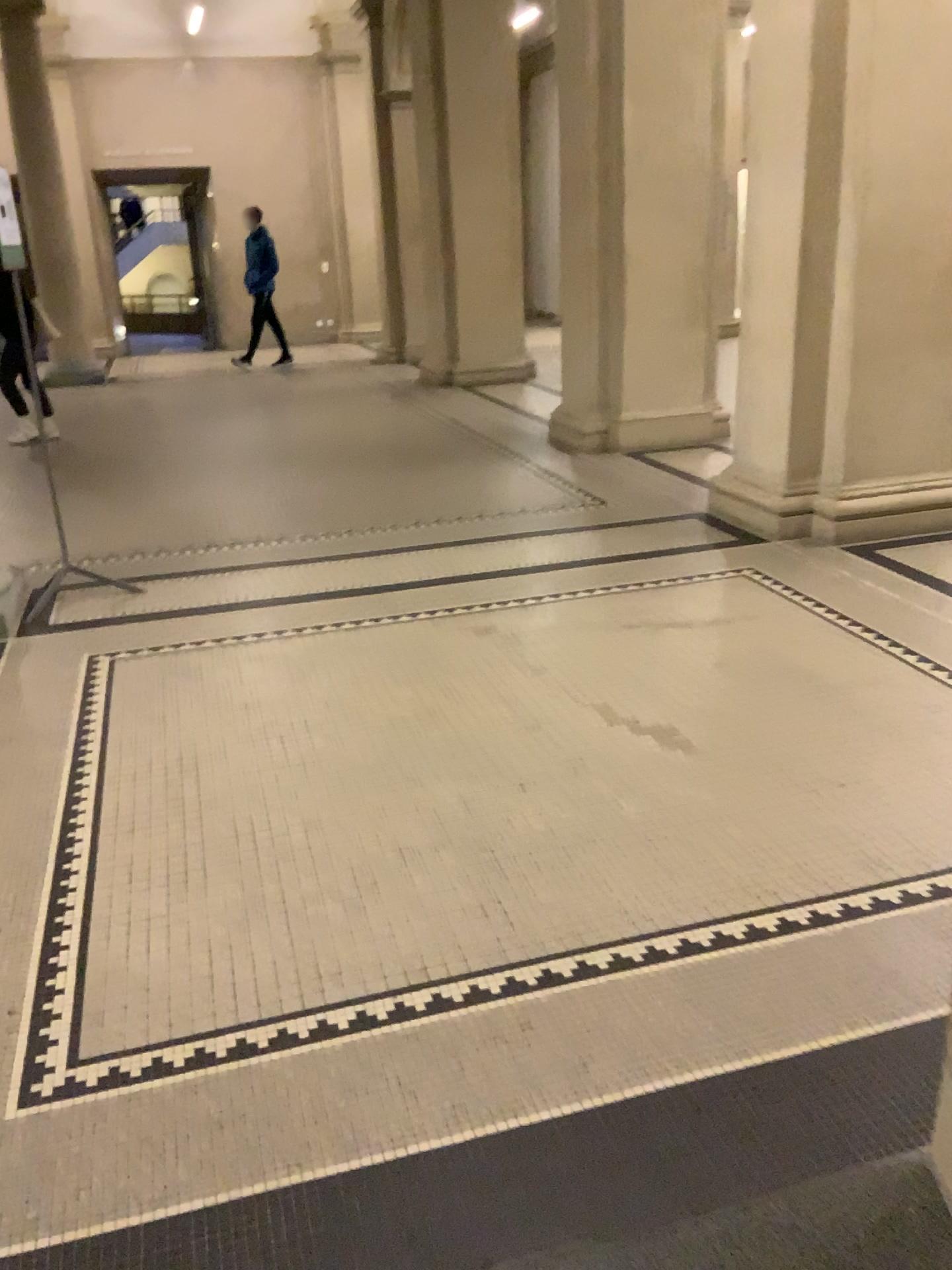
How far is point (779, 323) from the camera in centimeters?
511cm
